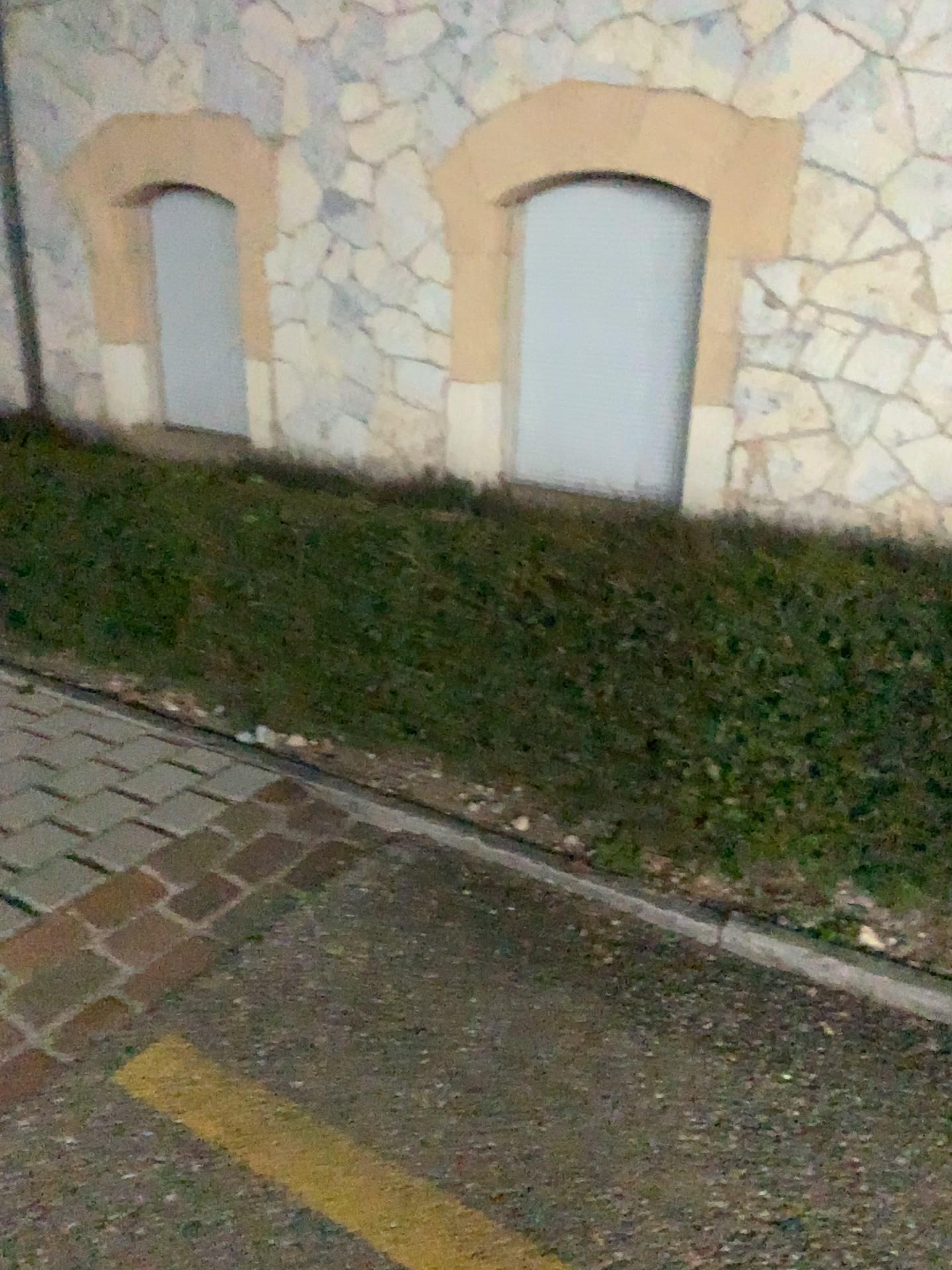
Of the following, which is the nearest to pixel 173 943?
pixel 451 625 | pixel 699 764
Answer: pixel 451 625

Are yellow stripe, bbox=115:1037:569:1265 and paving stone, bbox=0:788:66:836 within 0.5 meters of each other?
no

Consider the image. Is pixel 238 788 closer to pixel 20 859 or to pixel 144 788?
pixel 144 788

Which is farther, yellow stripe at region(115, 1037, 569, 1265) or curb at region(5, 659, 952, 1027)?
curb at region(5, 659, 952, 1027)

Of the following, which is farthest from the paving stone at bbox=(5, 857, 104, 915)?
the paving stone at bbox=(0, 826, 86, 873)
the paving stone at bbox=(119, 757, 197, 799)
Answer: the paving stone at bbox=(119, 757, 197, 799)

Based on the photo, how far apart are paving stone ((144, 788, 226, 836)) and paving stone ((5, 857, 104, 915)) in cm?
26

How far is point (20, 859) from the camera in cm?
262

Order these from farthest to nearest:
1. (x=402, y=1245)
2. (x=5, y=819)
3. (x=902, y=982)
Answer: (x=5, y=819), (x=902, y=982), (x=402, y=1245)

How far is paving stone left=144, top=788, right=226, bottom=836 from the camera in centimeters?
282cm

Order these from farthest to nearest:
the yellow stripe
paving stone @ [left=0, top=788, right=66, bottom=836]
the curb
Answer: paving stone @ [left=0, top=788, right=66, bottom=836] → the curb → the yellow stripe
